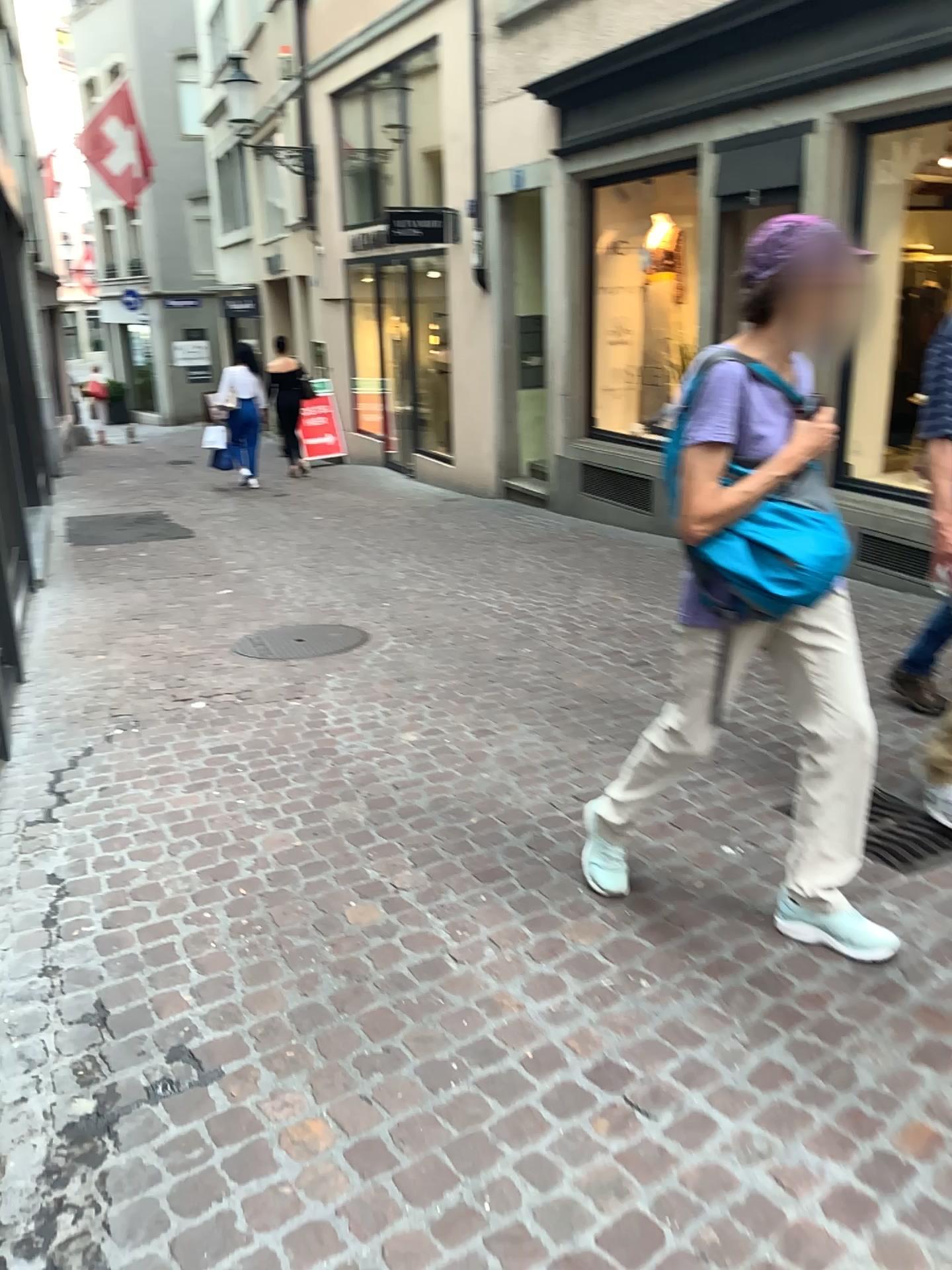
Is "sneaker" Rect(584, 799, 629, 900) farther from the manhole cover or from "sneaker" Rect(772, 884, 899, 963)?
the manhole cover

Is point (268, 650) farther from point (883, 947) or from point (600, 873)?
point (883, 947)

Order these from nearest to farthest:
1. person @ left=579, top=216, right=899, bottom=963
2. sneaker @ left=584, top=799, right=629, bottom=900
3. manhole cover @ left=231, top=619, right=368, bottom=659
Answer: person @ left=579, top=216, right=899, bottom=963
sneaker @ left=584, top=799, right=629, bottom=900
manhole cover @ left=231, top=619, right=368, bottom=659

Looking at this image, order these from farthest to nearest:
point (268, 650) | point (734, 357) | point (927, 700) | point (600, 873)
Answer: point (268, 650), point (927, 700), point (600, 873), point (734, 357)

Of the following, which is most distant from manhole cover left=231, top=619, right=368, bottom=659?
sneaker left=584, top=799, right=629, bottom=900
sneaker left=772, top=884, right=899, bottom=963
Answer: sneaker left=772, top=884, right=899, bottom=963

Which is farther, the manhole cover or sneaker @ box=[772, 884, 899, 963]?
the manhole cover

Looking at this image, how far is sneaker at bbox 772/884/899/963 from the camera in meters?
2.5

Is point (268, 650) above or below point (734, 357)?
below

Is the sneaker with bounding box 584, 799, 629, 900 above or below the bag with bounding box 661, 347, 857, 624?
below

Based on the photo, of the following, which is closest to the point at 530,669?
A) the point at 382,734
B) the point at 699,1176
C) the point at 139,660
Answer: the point at 382,734
